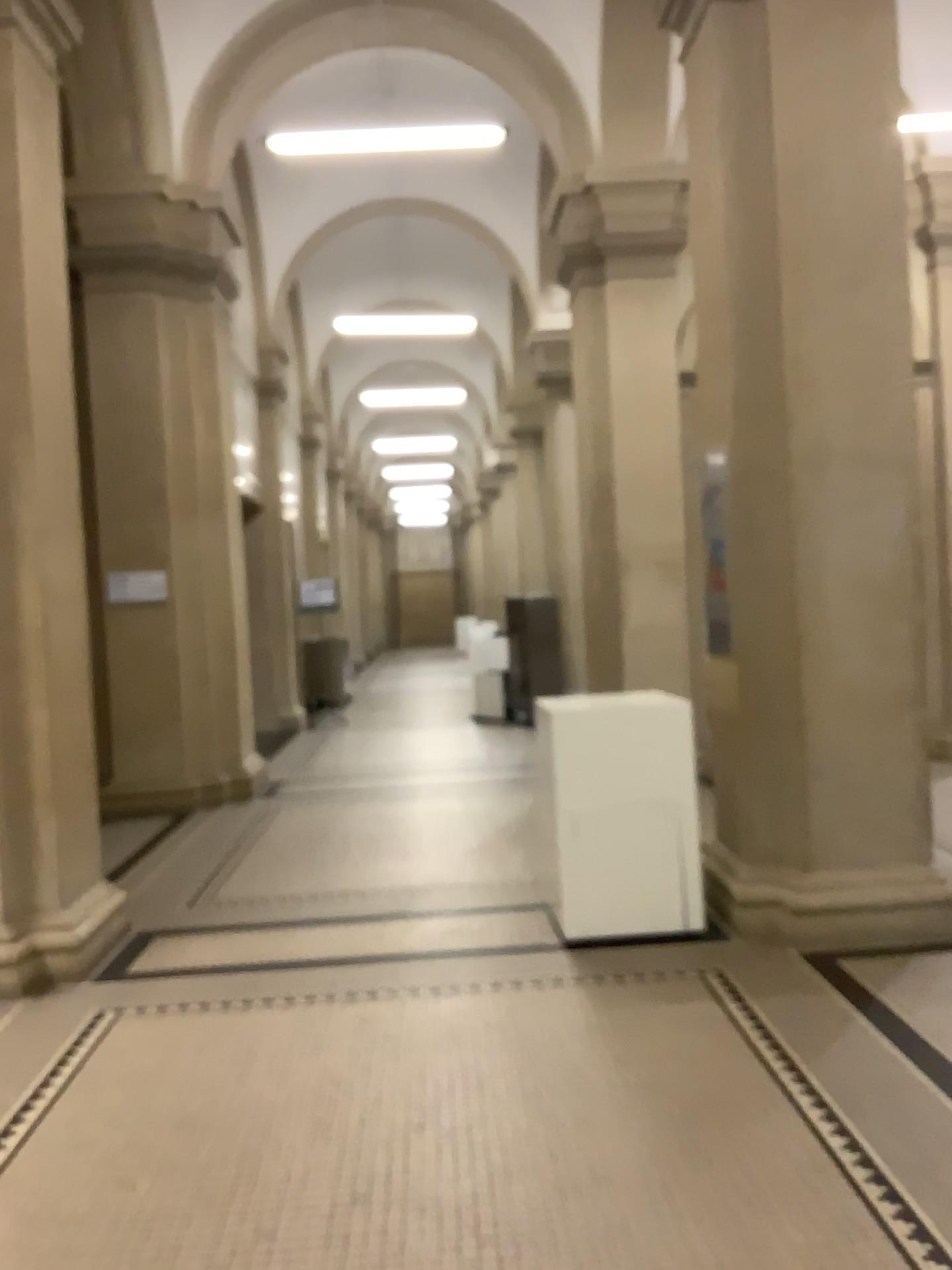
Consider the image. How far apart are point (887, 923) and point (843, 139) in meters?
3.2

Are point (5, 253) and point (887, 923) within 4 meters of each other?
no

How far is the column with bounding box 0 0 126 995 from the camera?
4.39m

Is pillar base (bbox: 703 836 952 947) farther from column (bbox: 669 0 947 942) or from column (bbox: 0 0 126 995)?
column (bbox: 0 0 126 995)

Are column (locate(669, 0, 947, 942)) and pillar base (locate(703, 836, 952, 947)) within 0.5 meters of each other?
yes

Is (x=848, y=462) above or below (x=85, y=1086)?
above

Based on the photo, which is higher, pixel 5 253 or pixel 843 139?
pixel 843 139

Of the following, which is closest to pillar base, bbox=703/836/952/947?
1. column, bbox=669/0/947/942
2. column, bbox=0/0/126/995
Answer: column, bbox=669/0/947/942

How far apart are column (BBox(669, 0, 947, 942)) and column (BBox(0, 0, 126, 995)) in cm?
263
